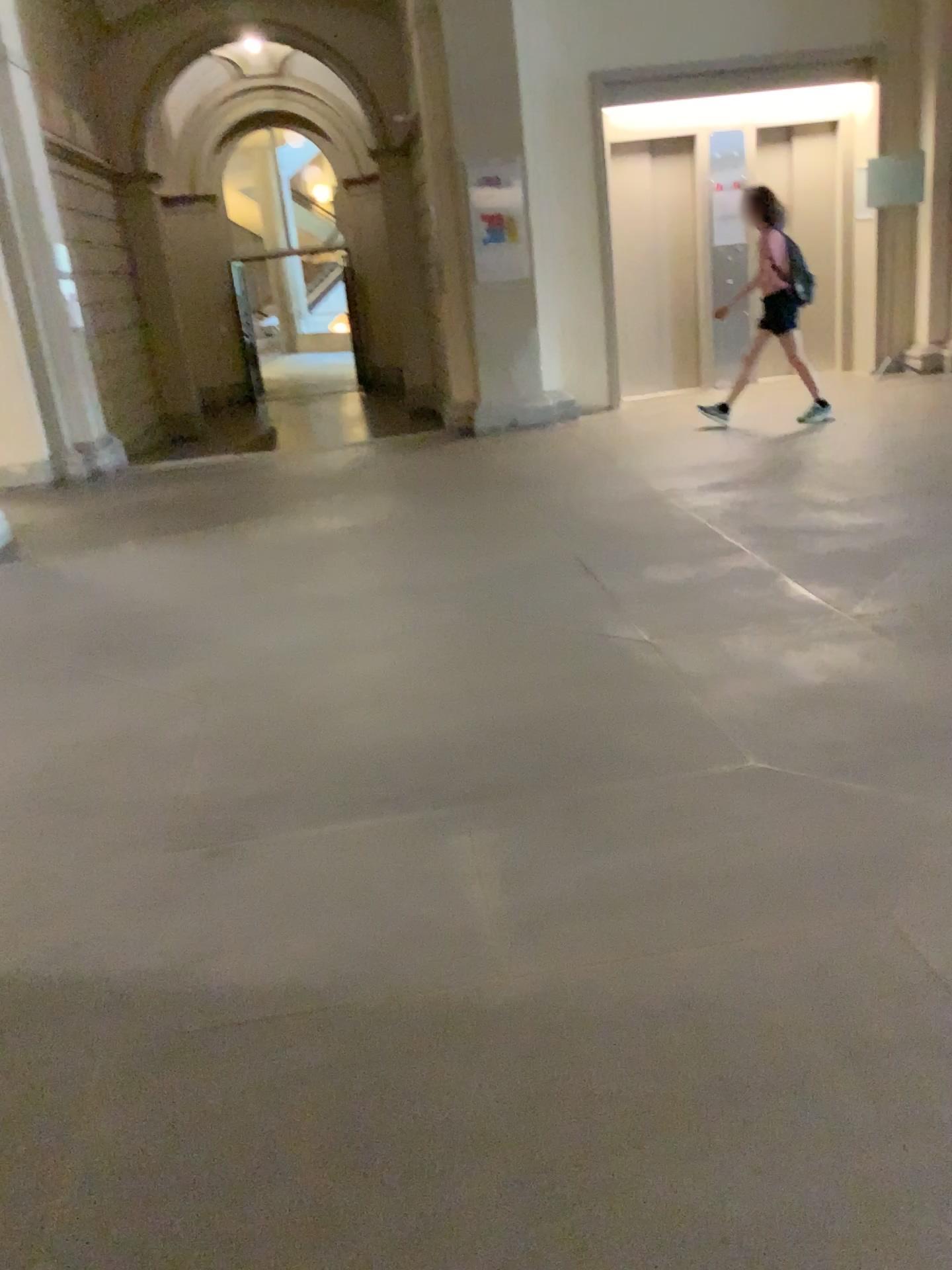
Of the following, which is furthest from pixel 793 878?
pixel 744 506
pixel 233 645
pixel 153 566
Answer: pixel 153 566
